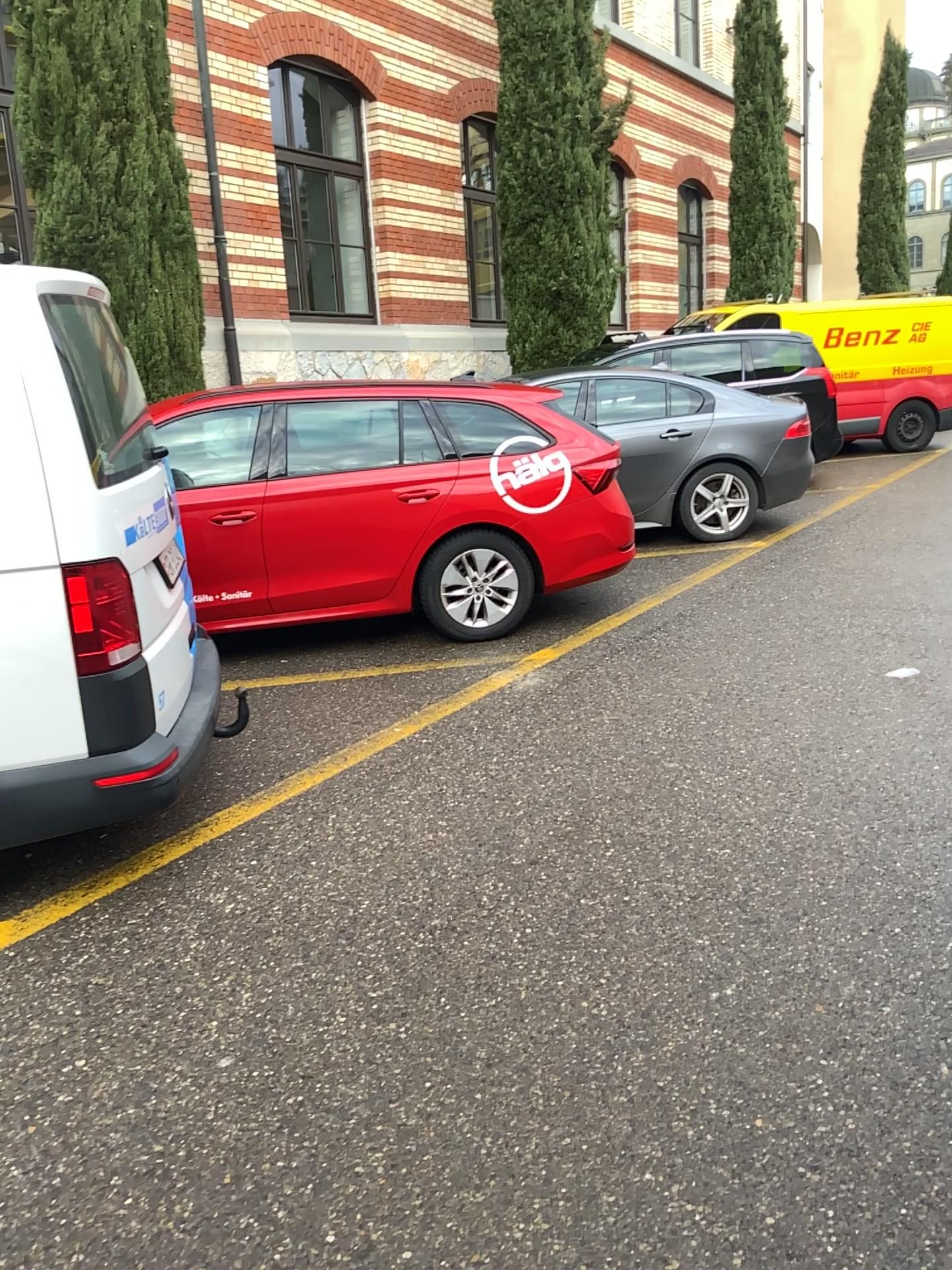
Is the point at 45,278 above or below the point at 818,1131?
above

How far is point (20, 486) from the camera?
2.8 meters

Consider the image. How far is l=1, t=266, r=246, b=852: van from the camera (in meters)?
2.83
